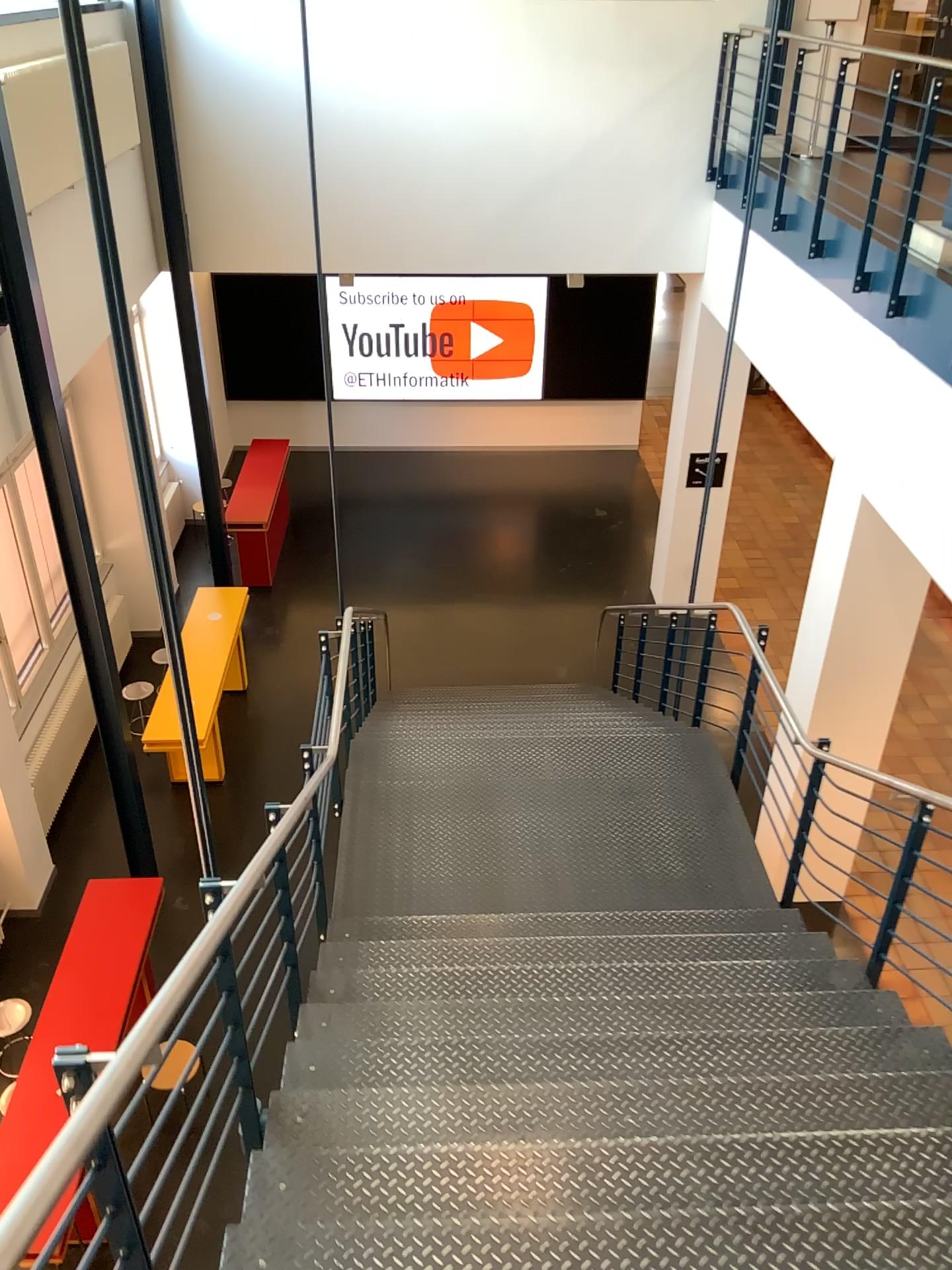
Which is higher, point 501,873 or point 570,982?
point 570,982
